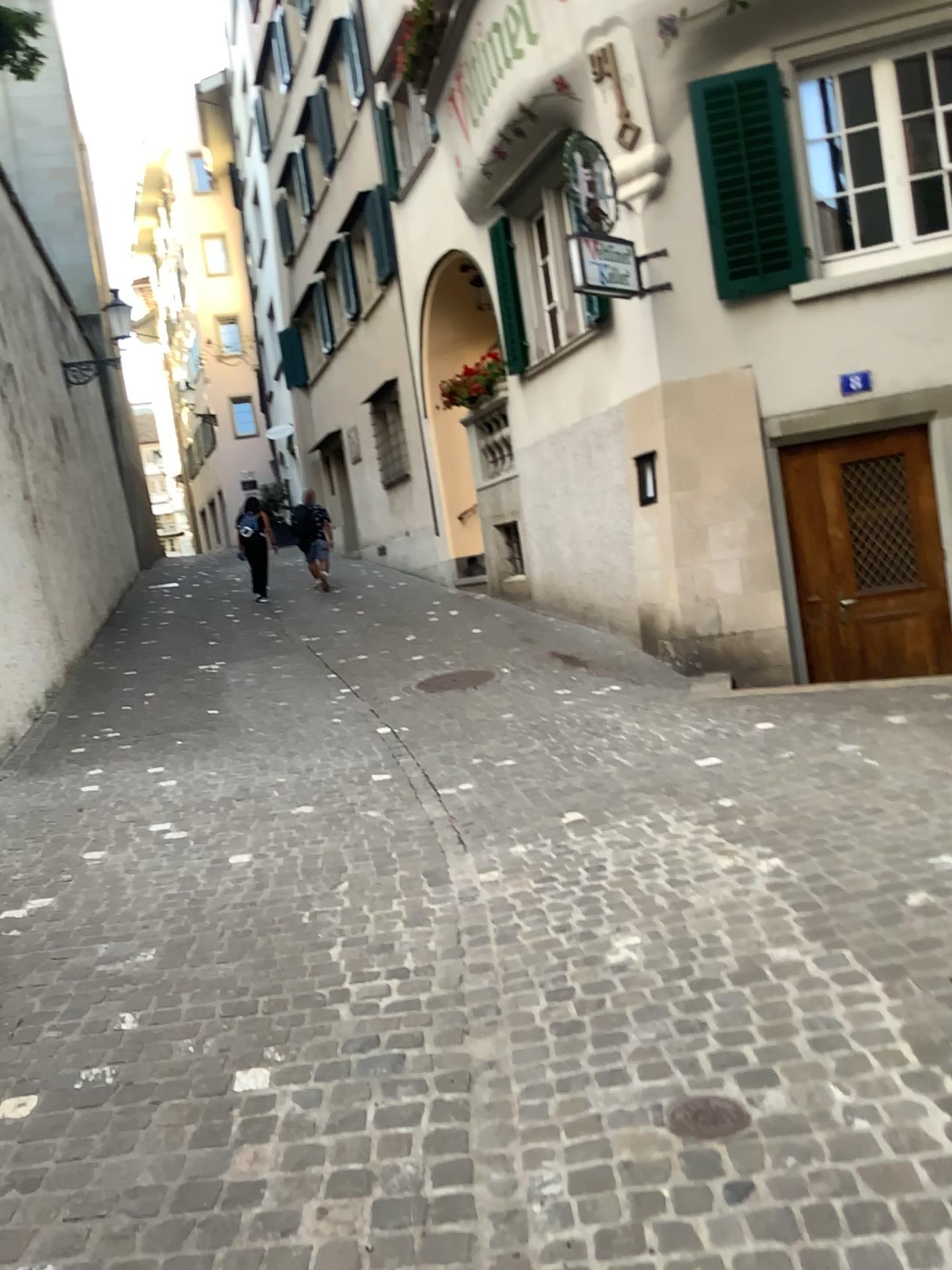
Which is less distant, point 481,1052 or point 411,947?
point 481,1052

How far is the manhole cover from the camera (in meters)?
2.19

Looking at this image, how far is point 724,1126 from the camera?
2.2 meters
